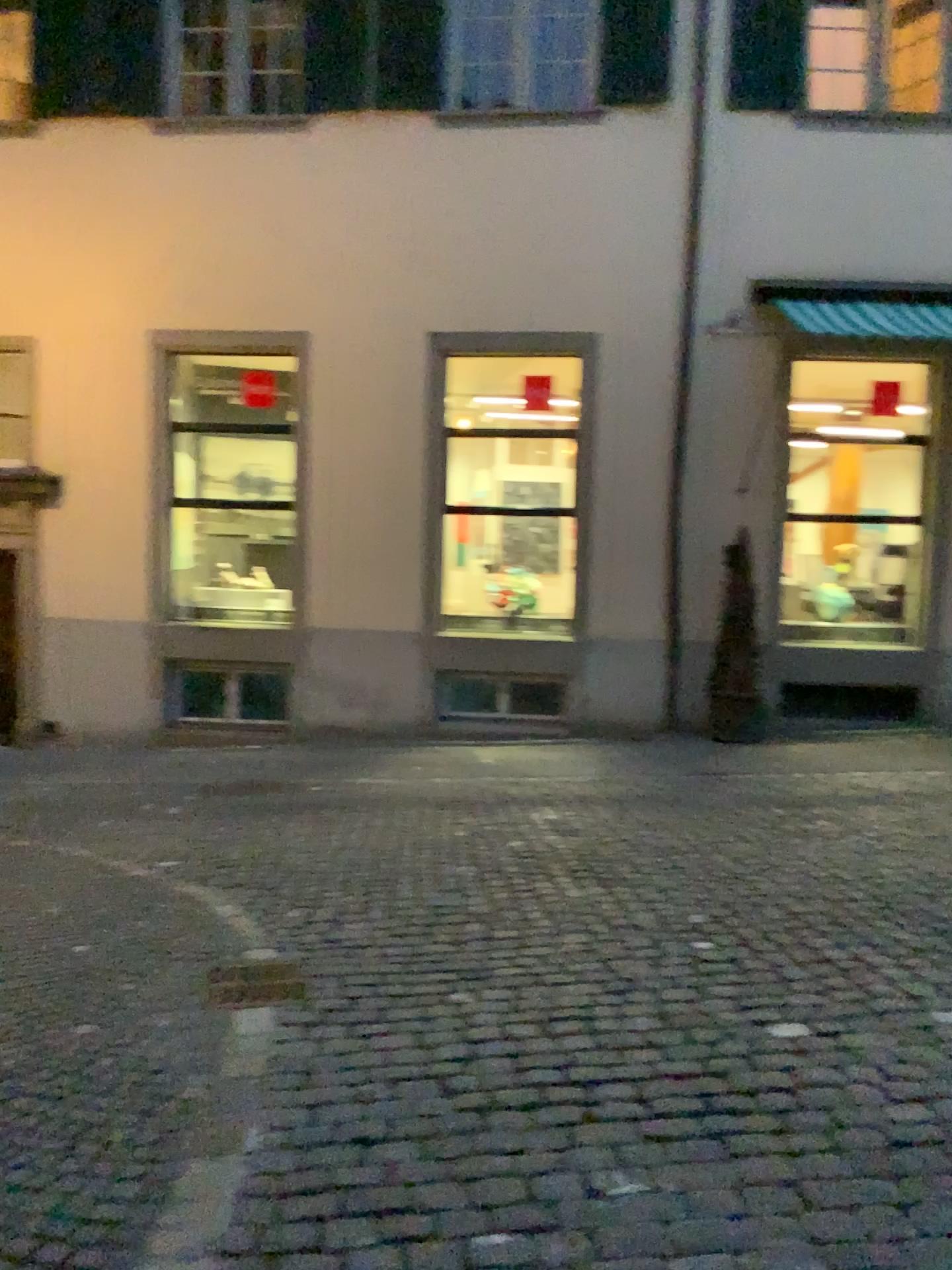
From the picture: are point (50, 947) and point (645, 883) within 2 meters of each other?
no
